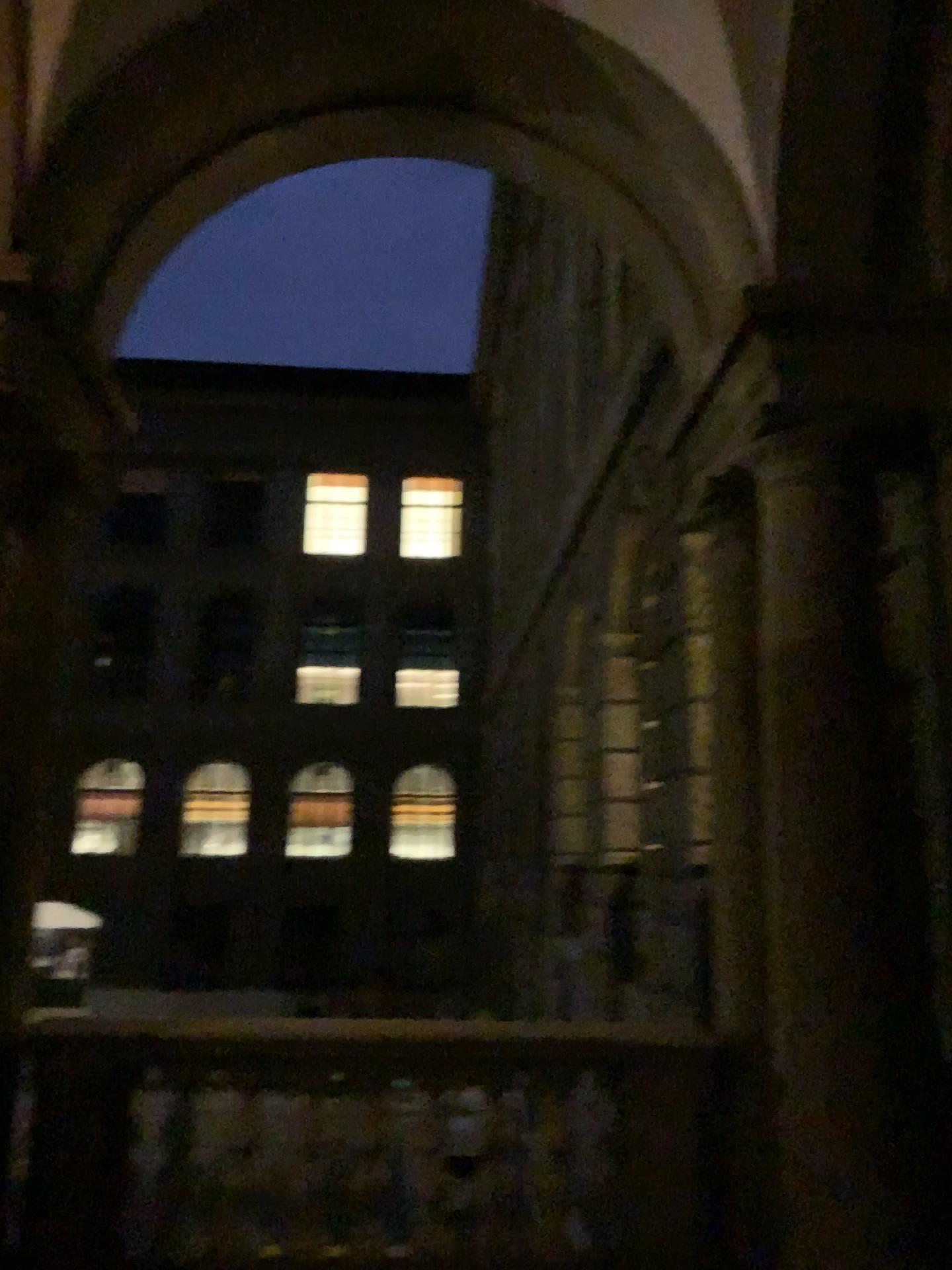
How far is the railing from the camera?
3.7 meters

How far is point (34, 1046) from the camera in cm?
369

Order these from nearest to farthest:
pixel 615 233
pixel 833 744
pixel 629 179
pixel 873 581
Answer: Result: 1. pixel 833 744
2. pixel 873 581
3. pixel 629 179
4. pixel 615 233

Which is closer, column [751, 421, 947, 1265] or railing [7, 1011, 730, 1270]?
column [751, 421, 947, 1265]

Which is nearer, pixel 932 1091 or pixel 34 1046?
pixel 932 1091
